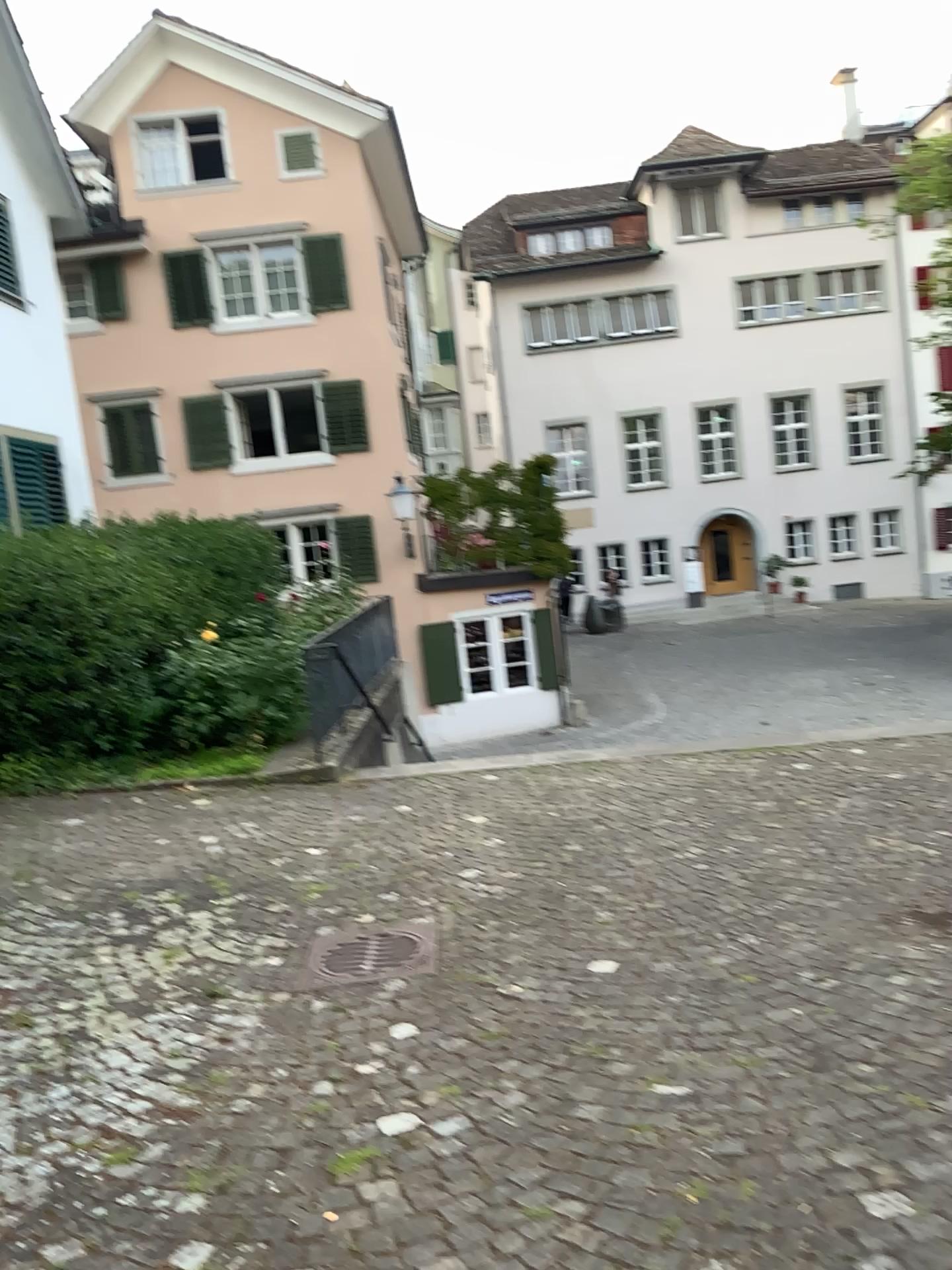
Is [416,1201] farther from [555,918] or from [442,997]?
[555,918]
